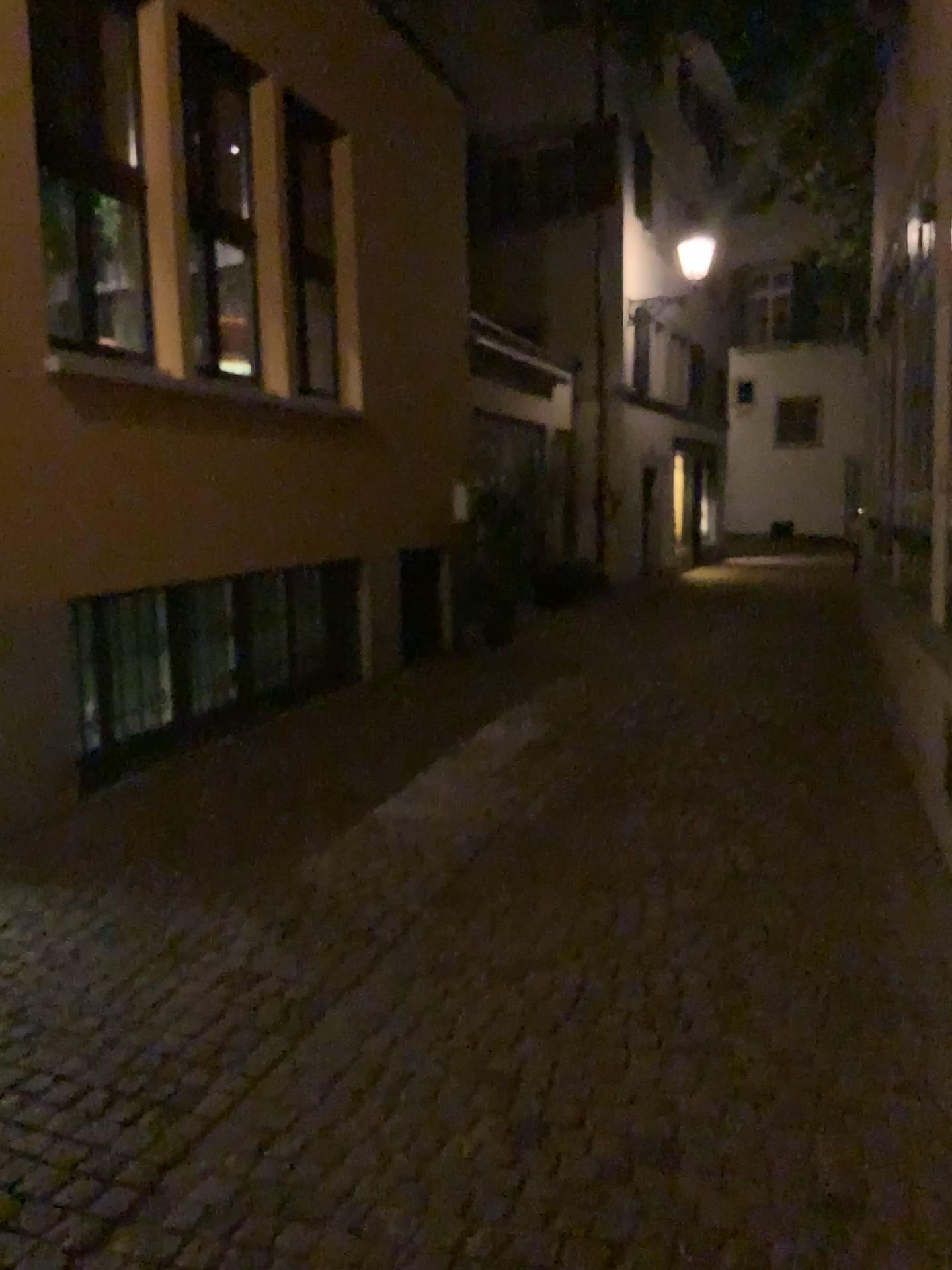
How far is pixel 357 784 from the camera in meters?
5.5 m
